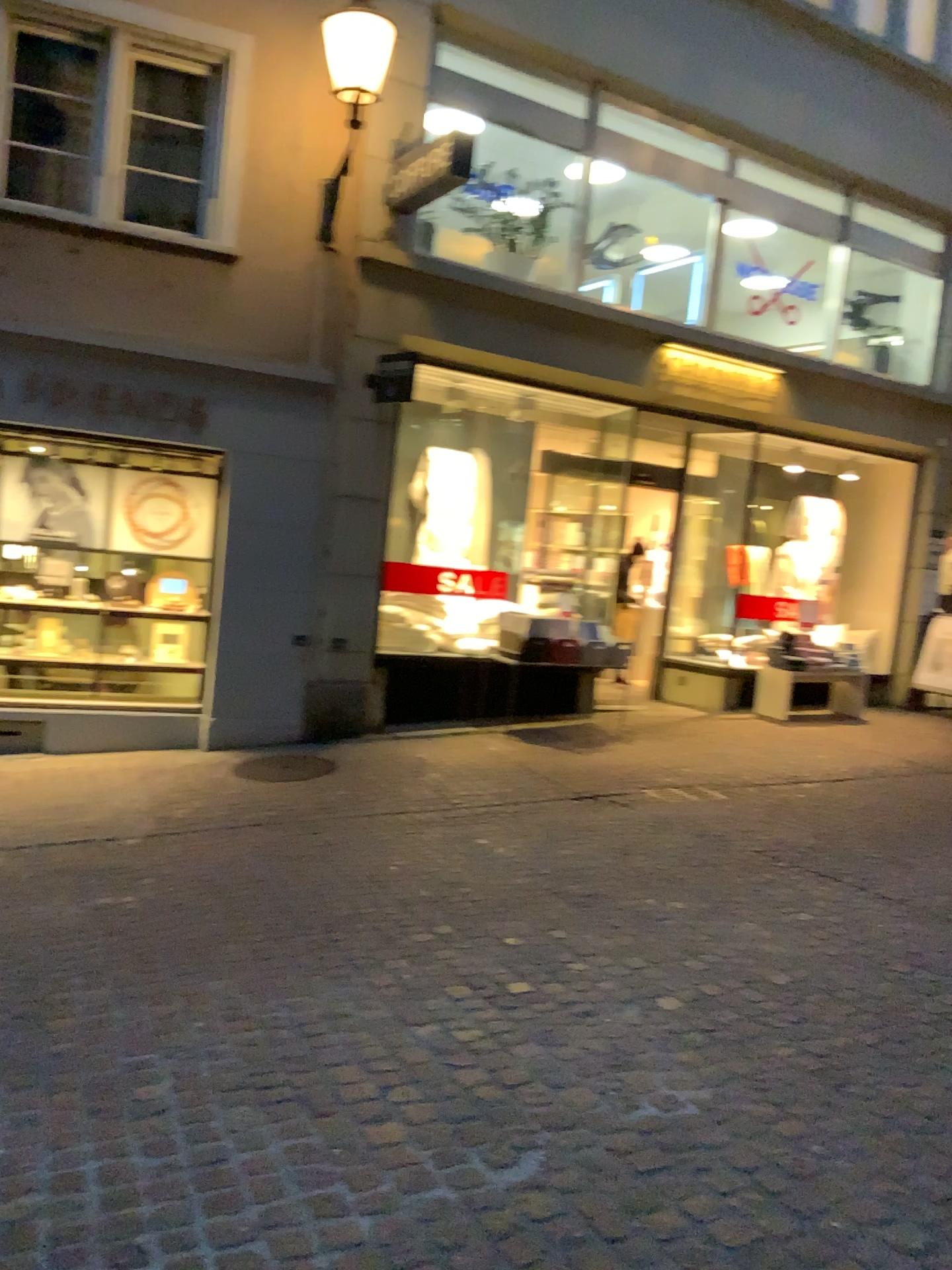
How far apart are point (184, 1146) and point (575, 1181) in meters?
0.9 m
